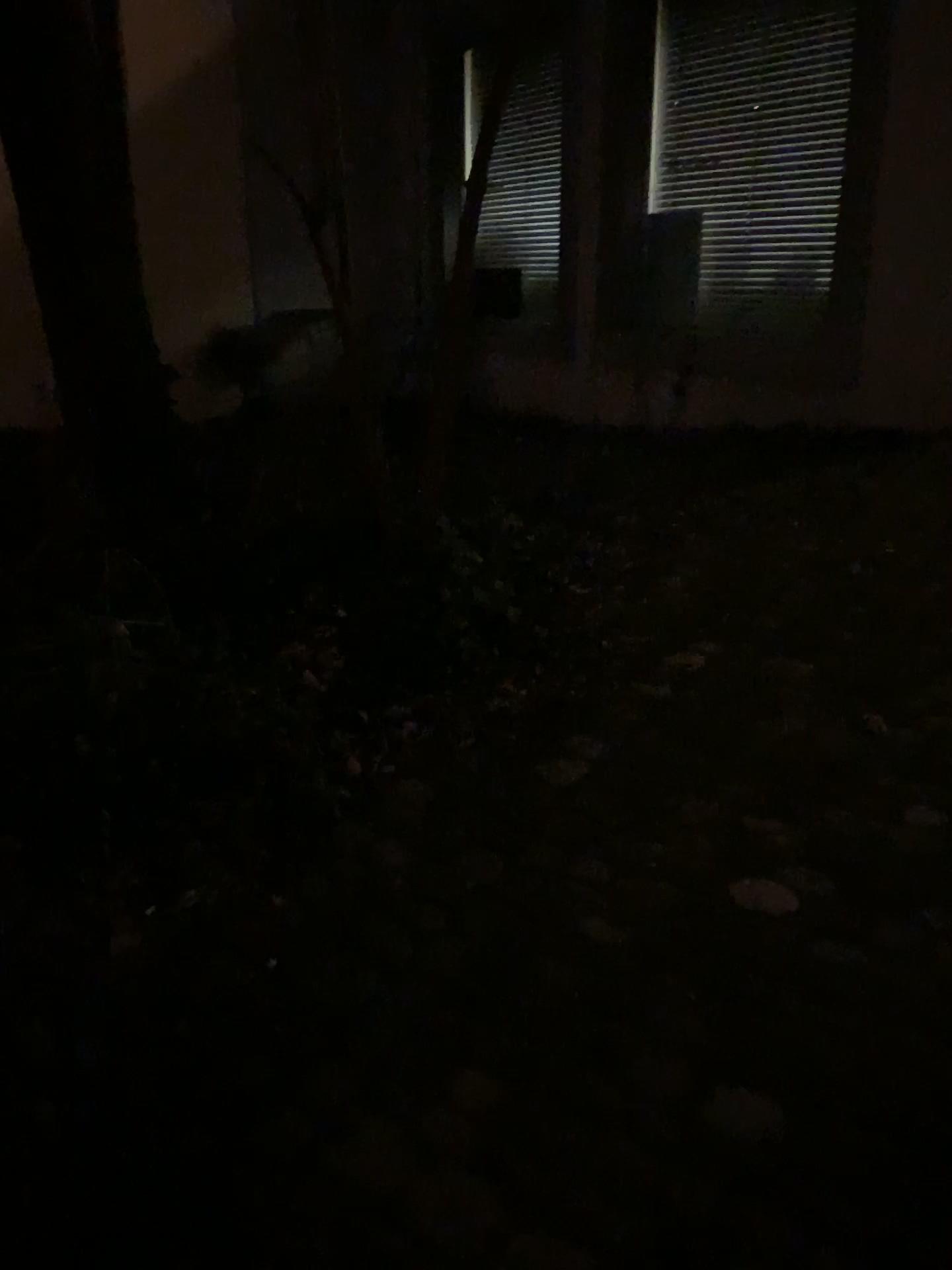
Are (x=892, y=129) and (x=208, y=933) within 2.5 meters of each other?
no
